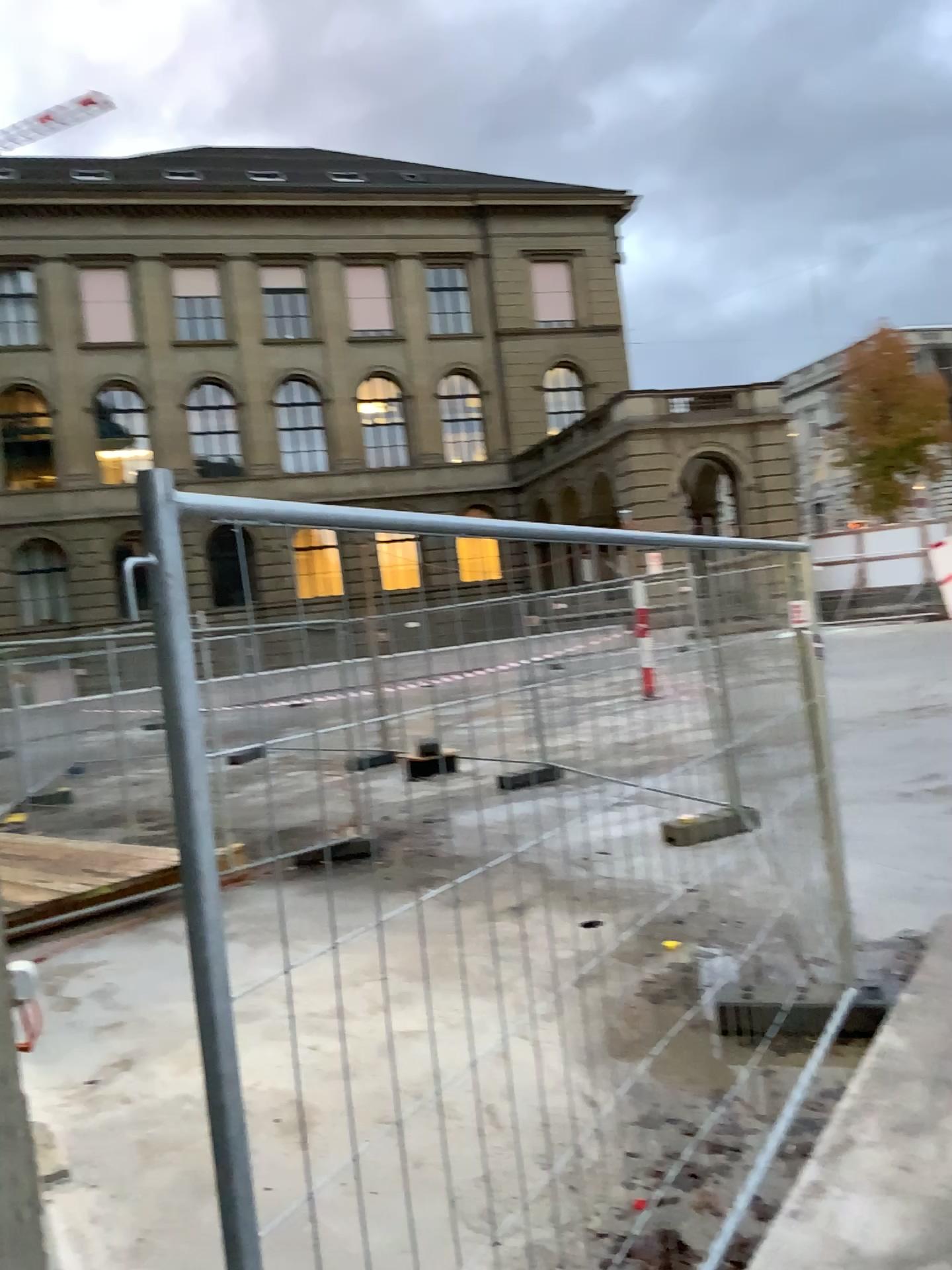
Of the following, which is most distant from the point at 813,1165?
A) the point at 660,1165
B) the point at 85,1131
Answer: the point at 85,1131
